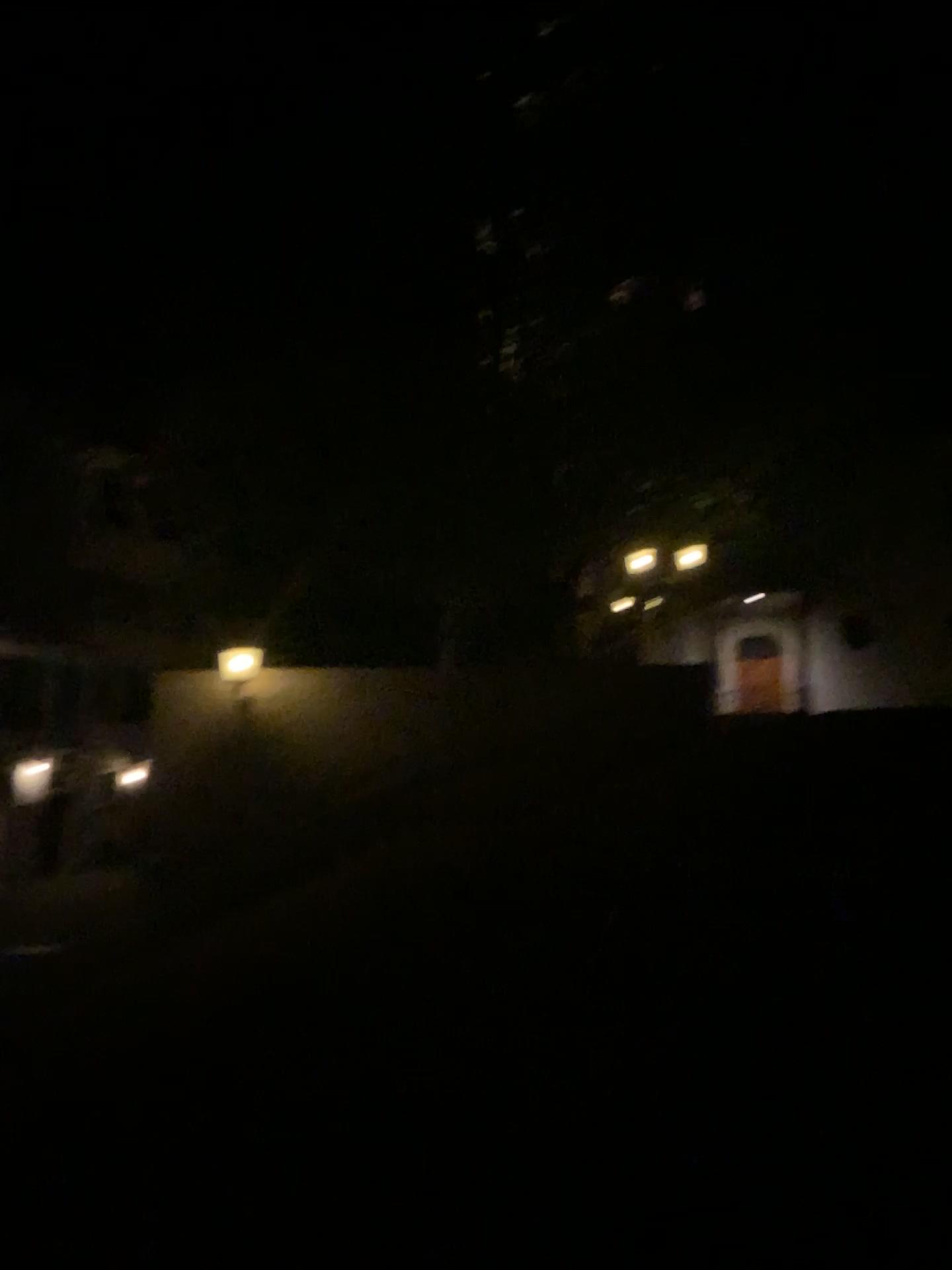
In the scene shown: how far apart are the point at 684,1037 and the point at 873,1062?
0.8 meters
